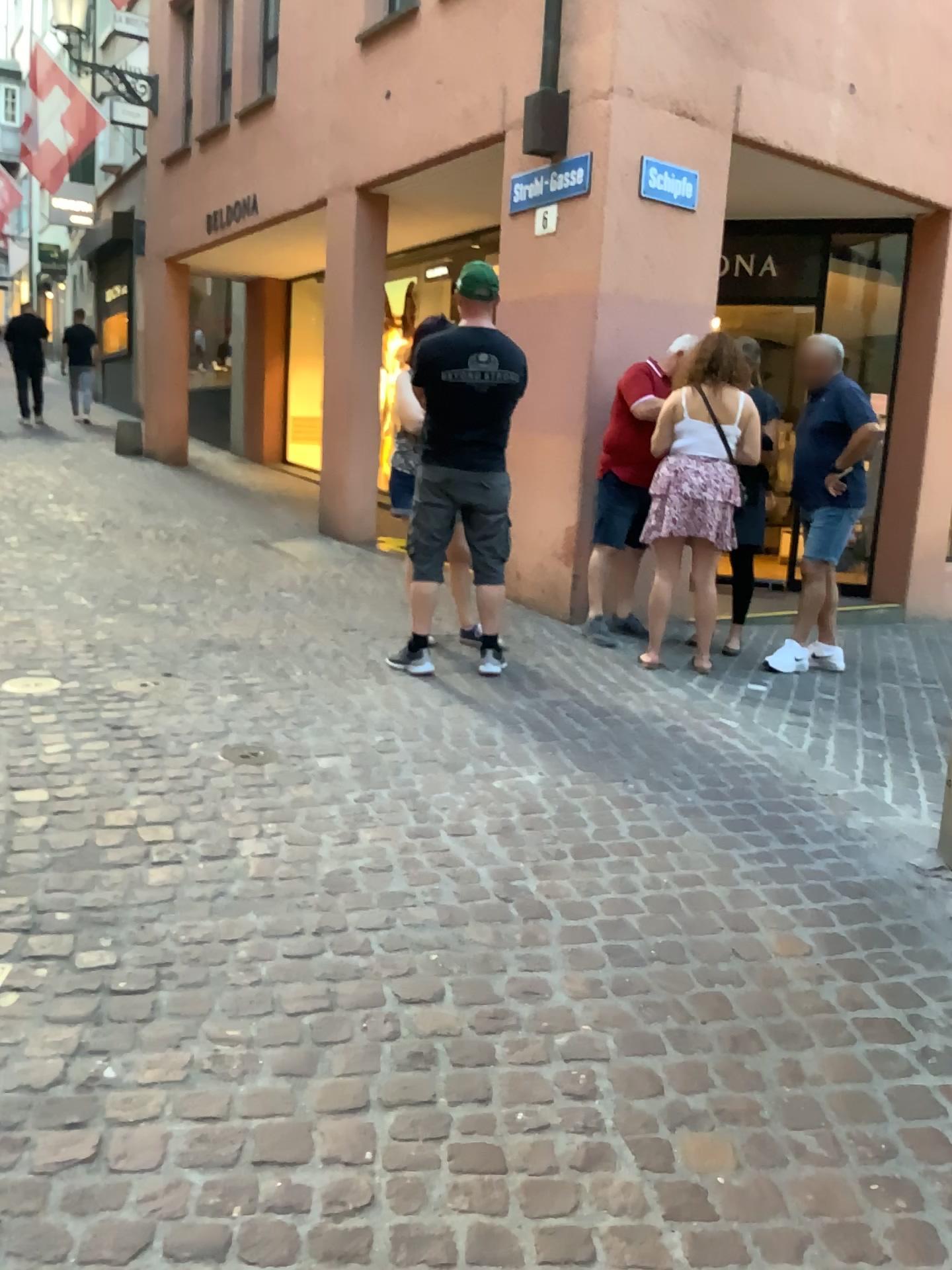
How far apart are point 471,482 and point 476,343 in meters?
0.6

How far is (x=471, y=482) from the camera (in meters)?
4.66

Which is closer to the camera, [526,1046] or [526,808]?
[526,1046]

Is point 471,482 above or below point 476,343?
below

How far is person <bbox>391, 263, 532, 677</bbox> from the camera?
4.5m

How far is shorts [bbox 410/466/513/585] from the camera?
4.7m
